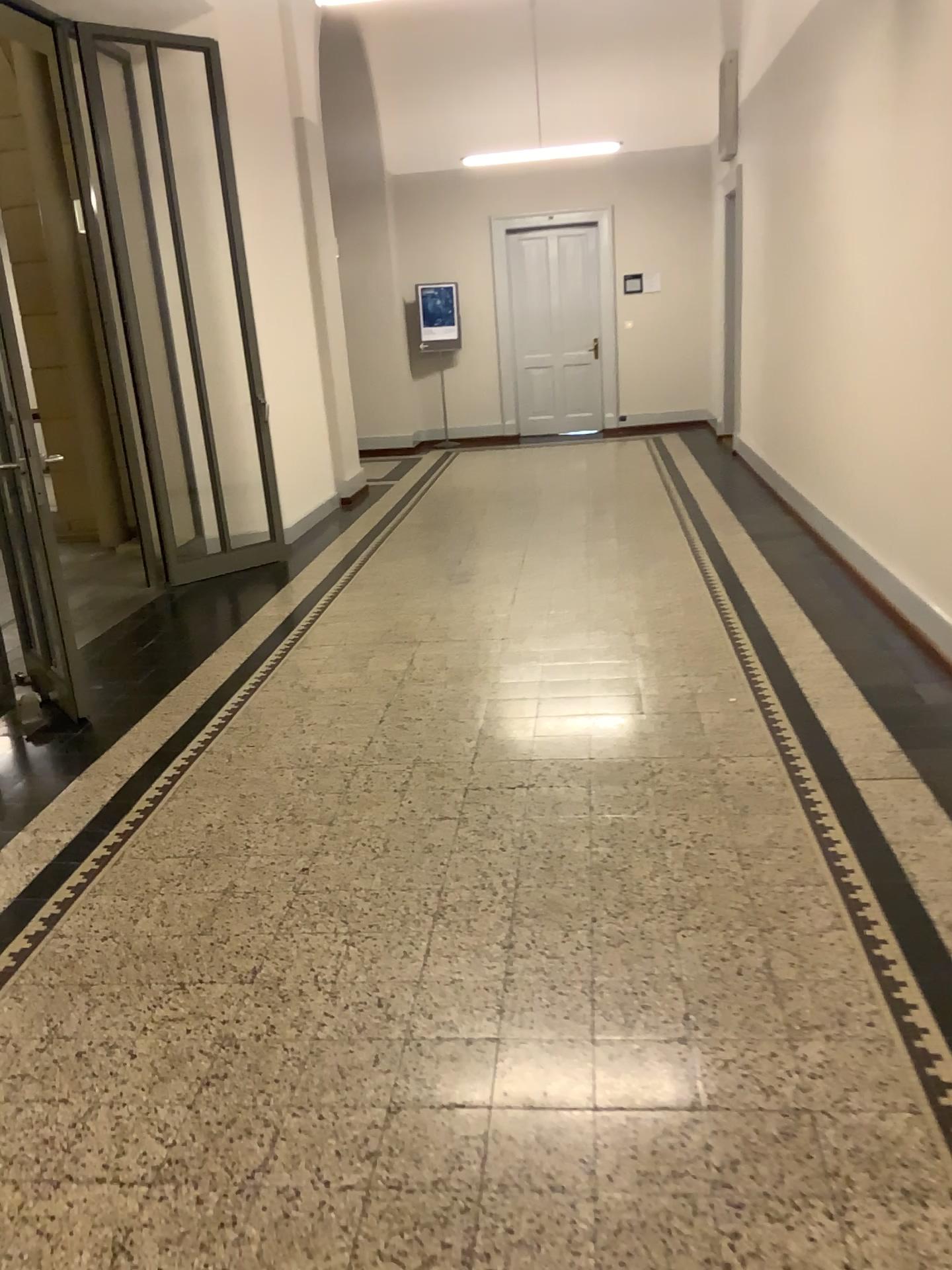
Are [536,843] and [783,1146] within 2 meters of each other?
yes
